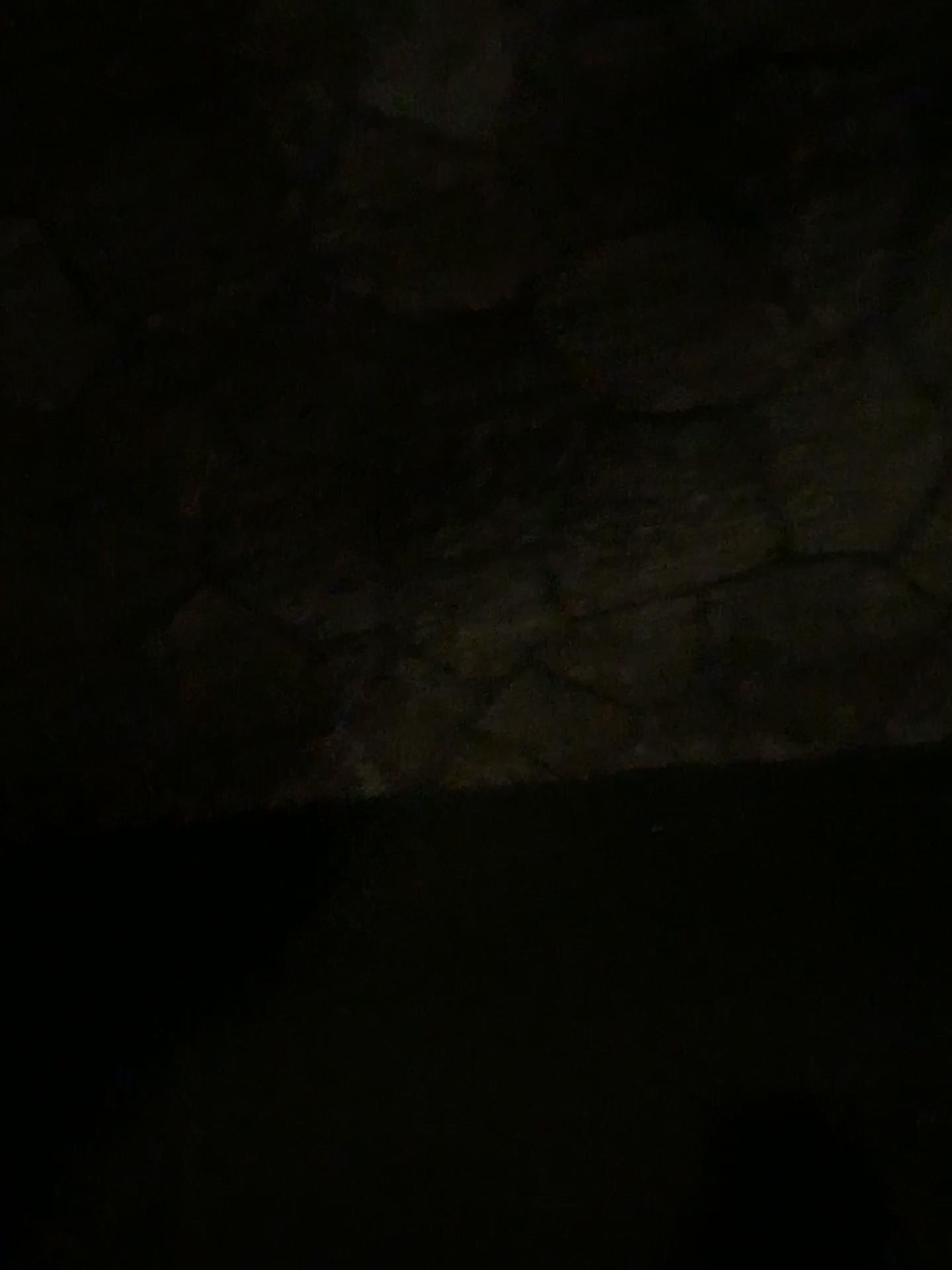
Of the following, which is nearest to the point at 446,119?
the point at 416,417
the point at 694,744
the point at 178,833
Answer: the point at 416,417
